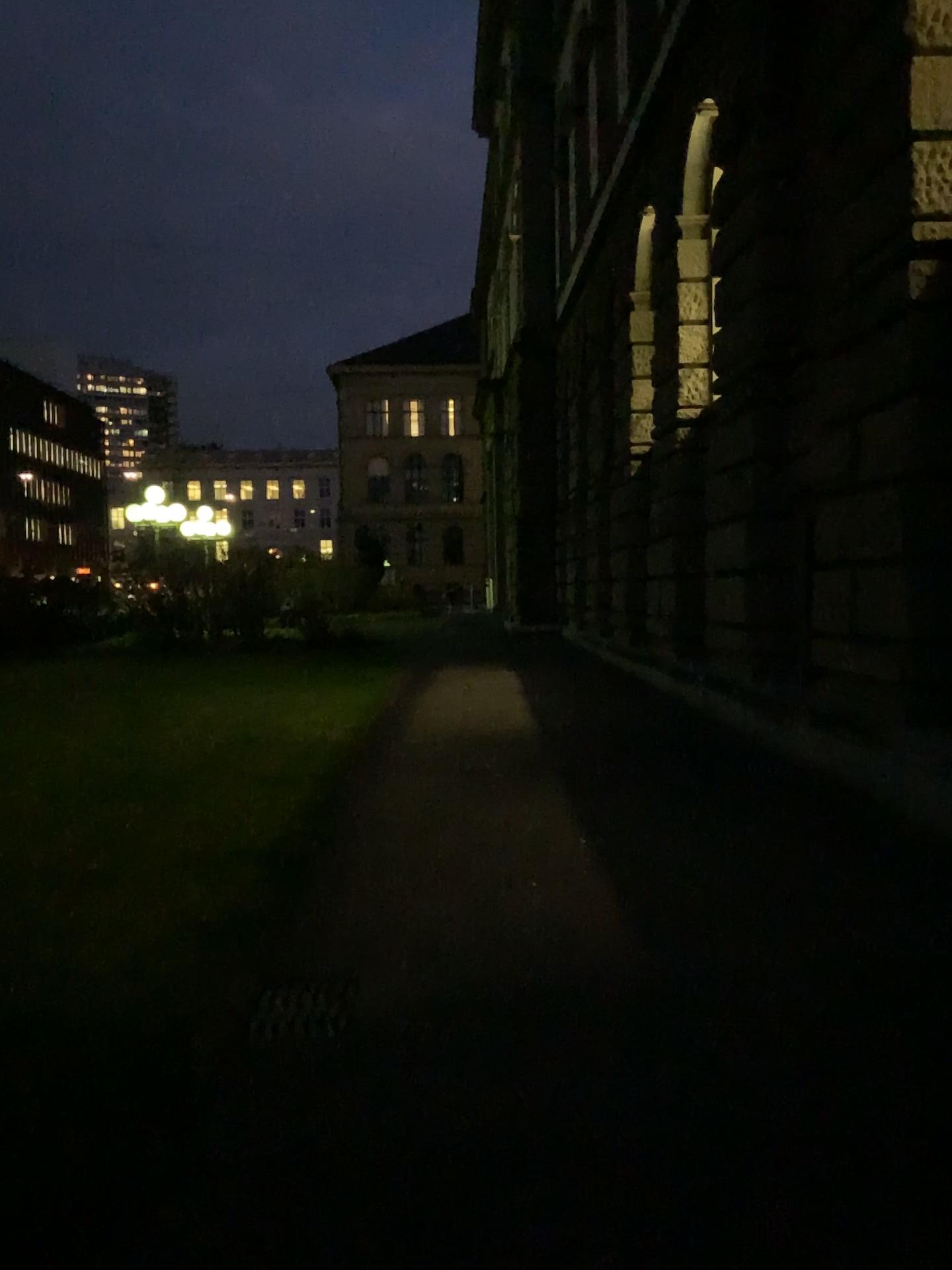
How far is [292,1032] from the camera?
3.6m

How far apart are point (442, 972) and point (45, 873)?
2.4m

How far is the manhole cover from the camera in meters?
3.6
